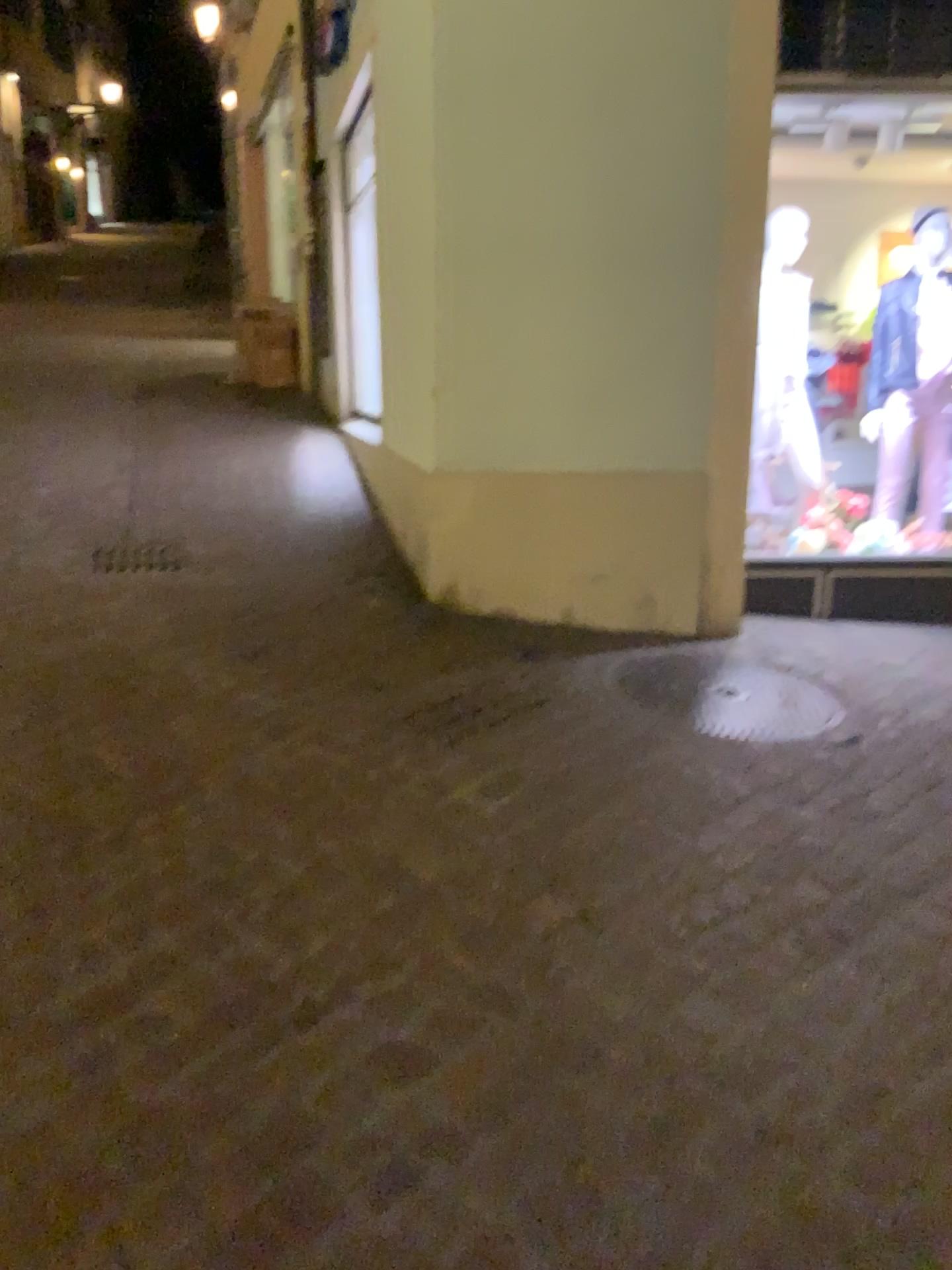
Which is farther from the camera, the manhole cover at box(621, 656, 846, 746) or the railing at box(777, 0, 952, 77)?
the railing at box(777, 0, 952, 77)

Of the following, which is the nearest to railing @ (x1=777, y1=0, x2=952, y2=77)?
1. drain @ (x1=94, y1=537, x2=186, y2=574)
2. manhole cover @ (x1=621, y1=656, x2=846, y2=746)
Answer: manhole cover @ (x1=621, y1=656, x2=846, y2=746)

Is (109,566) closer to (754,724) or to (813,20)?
(754,724)

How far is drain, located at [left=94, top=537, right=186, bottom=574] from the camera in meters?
4.4

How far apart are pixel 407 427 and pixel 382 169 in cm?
113

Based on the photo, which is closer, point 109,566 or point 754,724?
point 754,724

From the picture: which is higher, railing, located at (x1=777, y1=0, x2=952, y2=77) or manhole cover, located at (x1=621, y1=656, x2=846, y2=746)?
railing, located at (x1=777, y1=0, x2=952, y2=77)

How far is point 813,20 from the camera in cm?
396

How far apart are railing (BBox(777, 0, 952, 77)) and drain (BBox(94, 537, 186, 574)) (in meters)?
3.12

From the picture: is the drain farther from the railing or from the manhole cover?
the railing
